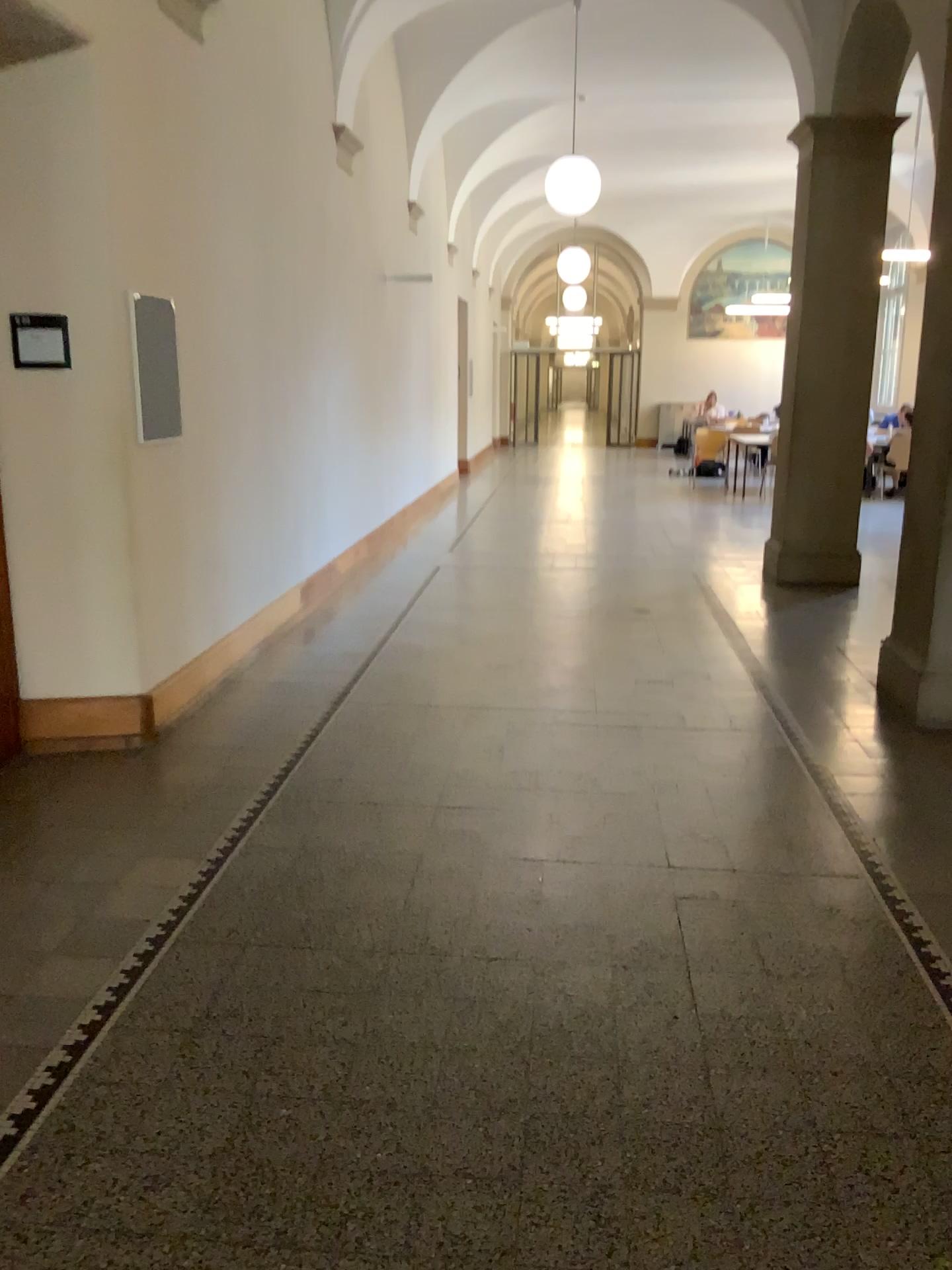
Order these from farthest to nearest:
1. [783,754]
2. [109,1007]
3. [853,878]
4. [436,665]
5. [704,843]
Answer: [436,665], [783,754], [704,843], [853,878], [109,1007]

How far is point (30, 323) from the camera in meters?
4.1 m

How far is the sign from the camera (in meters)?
4.09
